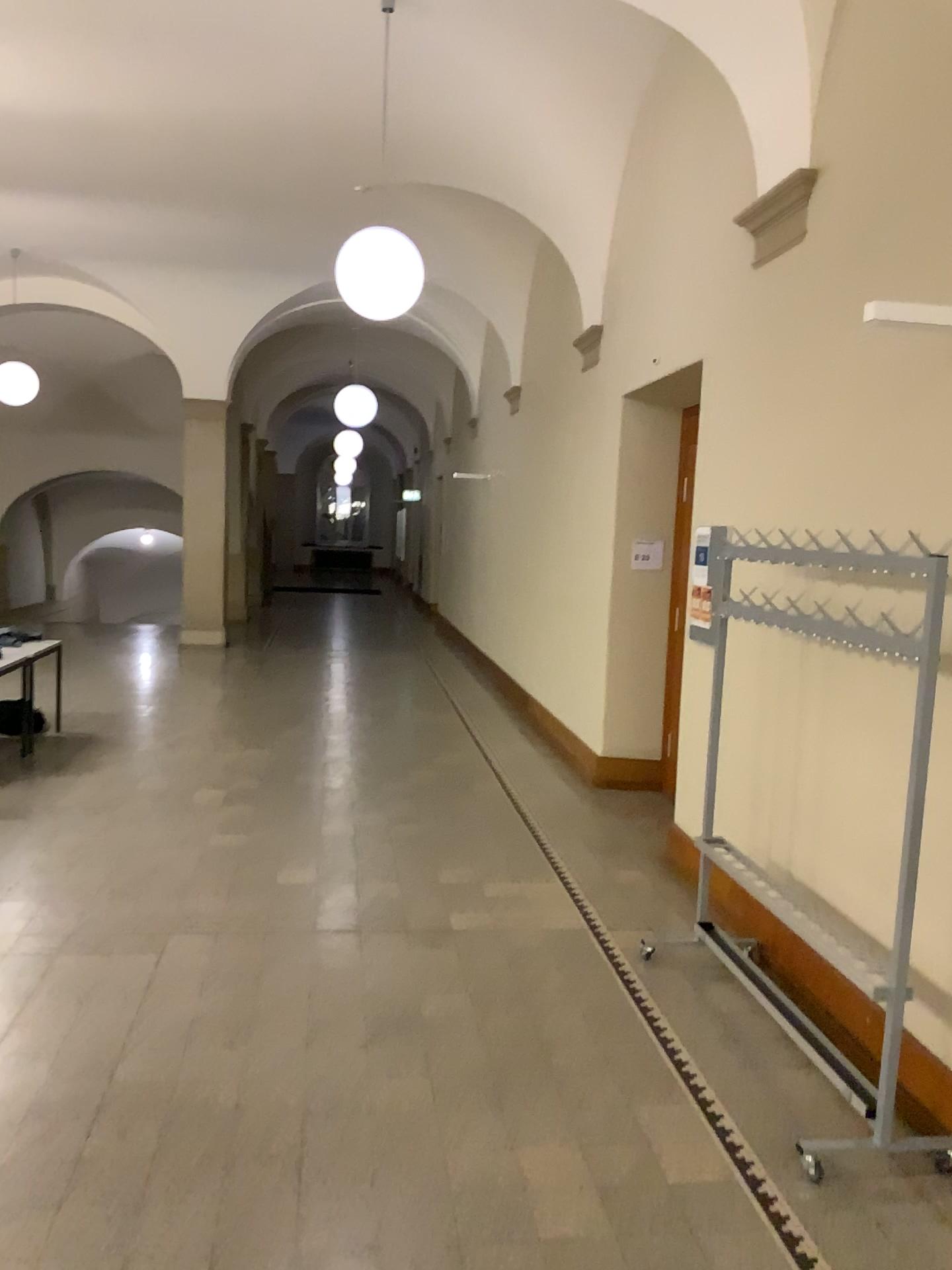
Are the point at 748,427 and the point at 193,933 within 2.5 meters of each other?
no

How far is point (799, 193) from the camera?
4.3 meters

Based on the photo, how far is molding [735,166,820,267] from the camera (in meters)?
4.31
